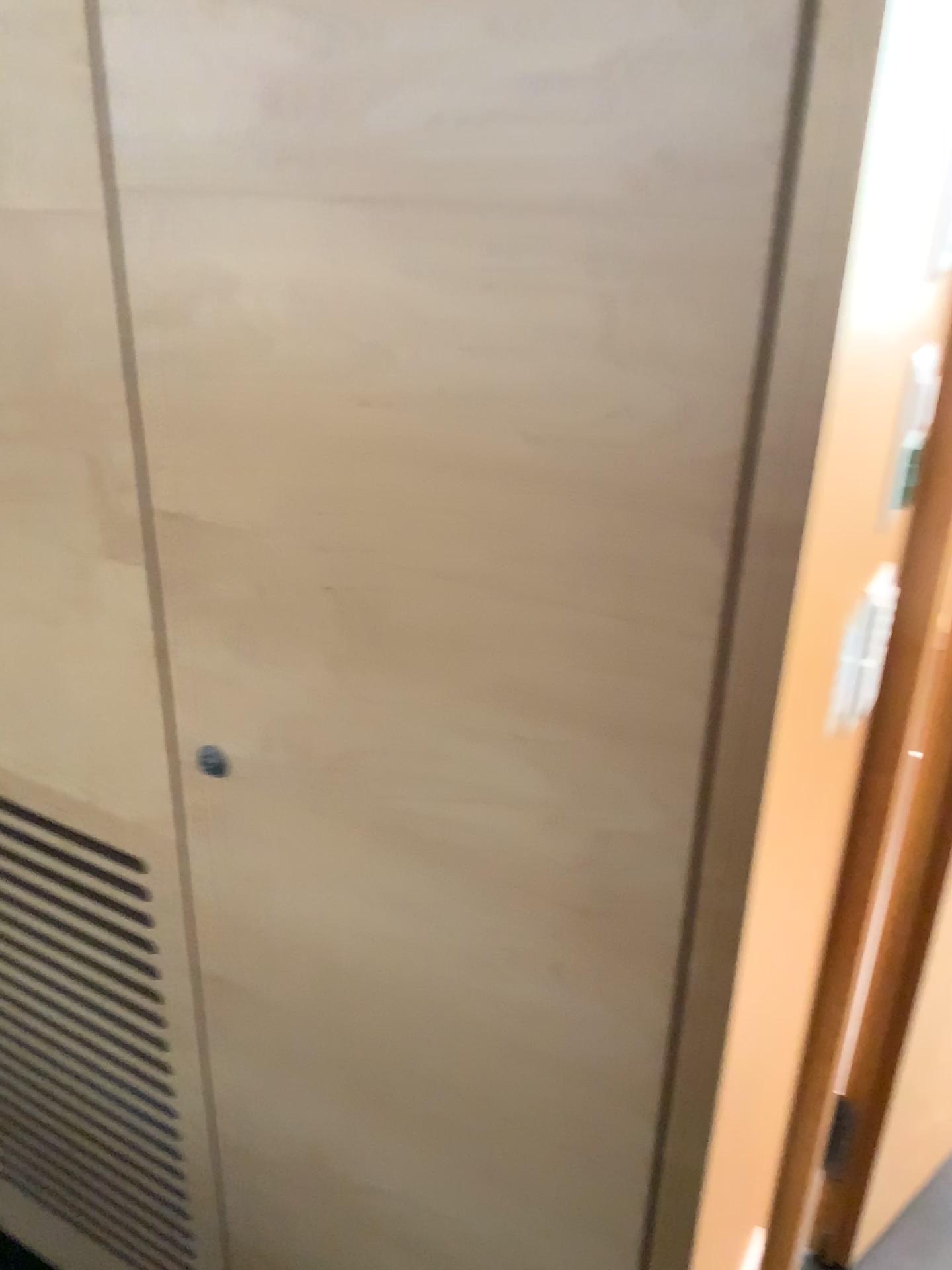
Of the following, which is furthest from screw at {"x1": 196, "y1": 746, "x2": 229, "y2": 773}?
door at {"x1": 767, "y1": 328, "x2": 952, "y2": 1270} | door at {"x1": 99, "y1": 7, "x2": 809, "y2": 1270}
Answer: door at {"x1": 767, "y1": 328, "x2": 952, "y2": 1270}

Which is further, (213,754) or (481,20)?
(213,754)

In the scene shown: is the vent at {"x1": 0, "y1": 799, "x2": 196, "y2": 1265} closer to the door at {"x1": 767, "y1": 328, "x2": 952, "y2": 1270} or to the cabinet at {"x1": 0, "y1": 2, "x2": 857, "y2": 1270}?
the cabinet at {"x1": 0, "y1": 2, "x2": 857, "y2": 1270}

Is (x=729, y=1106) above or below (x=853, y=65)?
below

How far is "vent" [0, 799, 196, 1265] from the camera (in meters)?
1.22

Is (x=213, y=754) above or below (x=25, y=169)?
below

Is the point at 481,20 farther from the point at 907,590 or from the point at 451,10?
the point at 907,590

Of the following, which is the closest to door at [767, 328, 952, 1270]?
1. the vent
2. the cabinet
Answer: the cabinet

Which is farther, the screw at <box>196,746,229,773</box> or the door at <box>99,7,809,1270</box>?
the screw at <box>196,746,229,773</box>

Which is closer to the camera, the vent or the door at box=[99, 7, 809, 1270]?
the door at box=[99, 7, 809, 1270]
